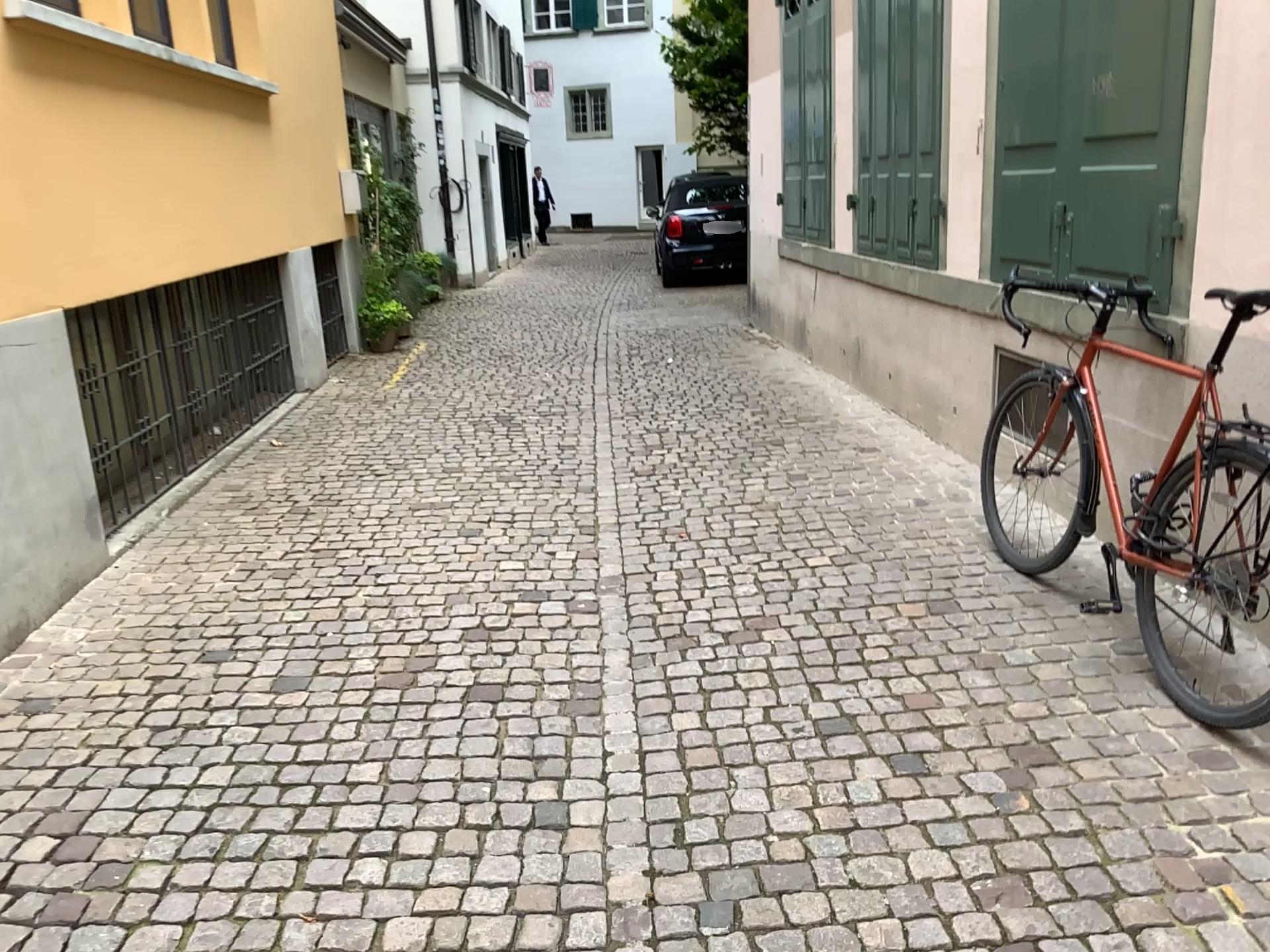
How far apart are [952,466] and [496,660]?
2.77m
